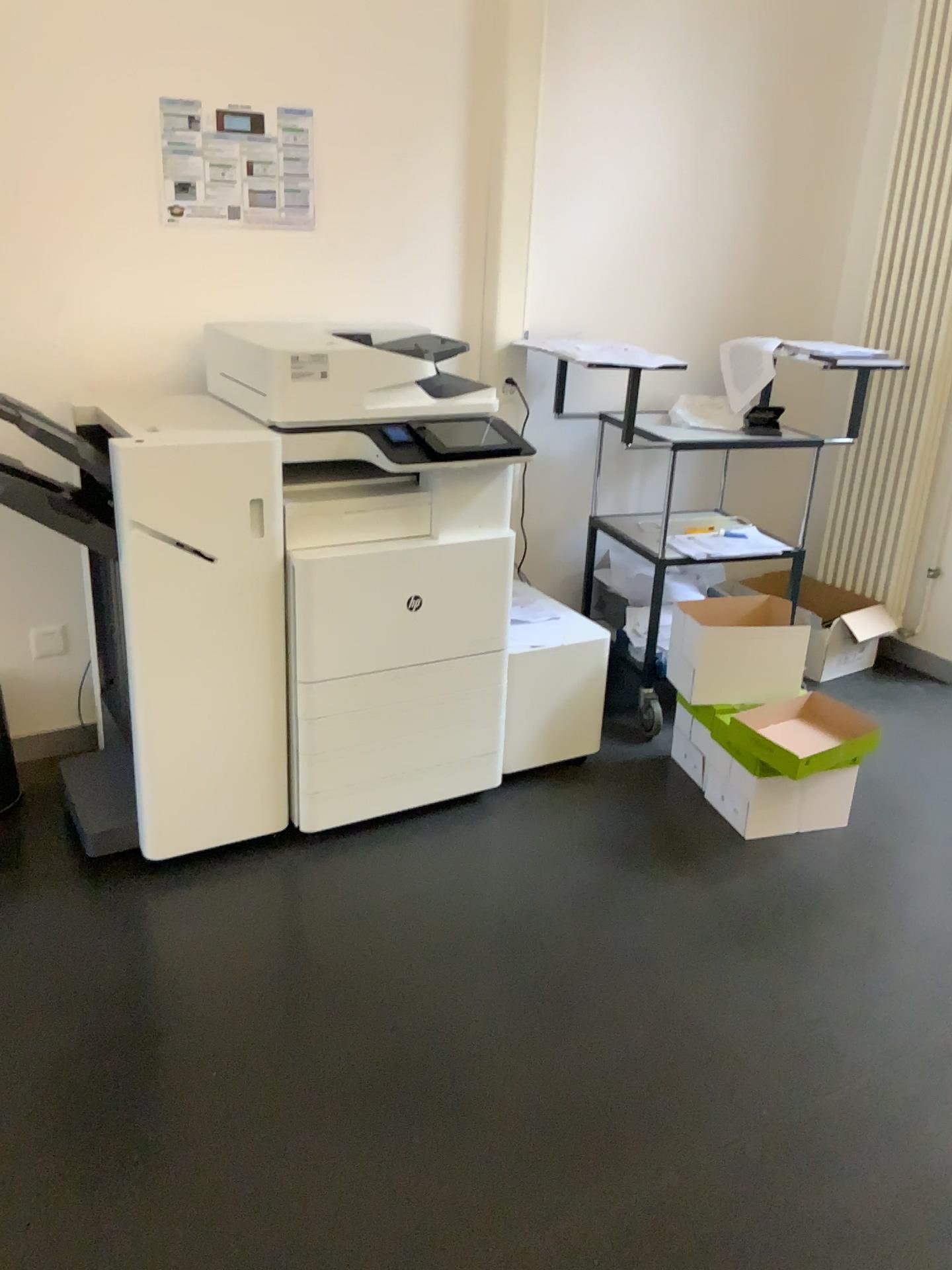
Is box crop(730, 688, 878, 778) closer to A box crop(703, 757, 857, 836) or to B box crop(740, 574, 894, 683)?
A box crop(703, 757, 857, 836)

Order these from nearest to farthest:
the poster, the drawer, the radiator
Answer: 1. the drawer
2. the poster
3. the radiator

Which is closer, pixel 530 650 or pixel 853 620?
pixel 530 650

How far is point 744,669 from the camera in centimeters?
286cm

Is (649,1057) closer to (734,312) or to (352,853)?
(352,853)

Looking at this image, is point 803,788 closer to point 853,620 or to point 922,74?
point 853,620

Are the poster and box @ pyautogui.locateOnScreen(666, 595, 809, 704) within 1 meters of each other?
no

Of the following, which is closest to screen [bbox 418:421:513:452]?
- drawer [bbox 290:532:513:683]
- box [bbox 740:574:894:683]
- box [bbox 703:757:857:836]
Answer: drawer [bbox 290:532:513:683]

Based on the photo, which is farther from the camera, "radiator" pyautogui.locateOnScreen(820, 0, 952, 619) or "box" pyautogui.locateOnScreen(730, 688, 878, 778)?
"radiator" pyautogui.locateOnScreen(820, 0, 952, 619)

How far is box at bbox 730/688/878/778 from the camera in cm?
270
